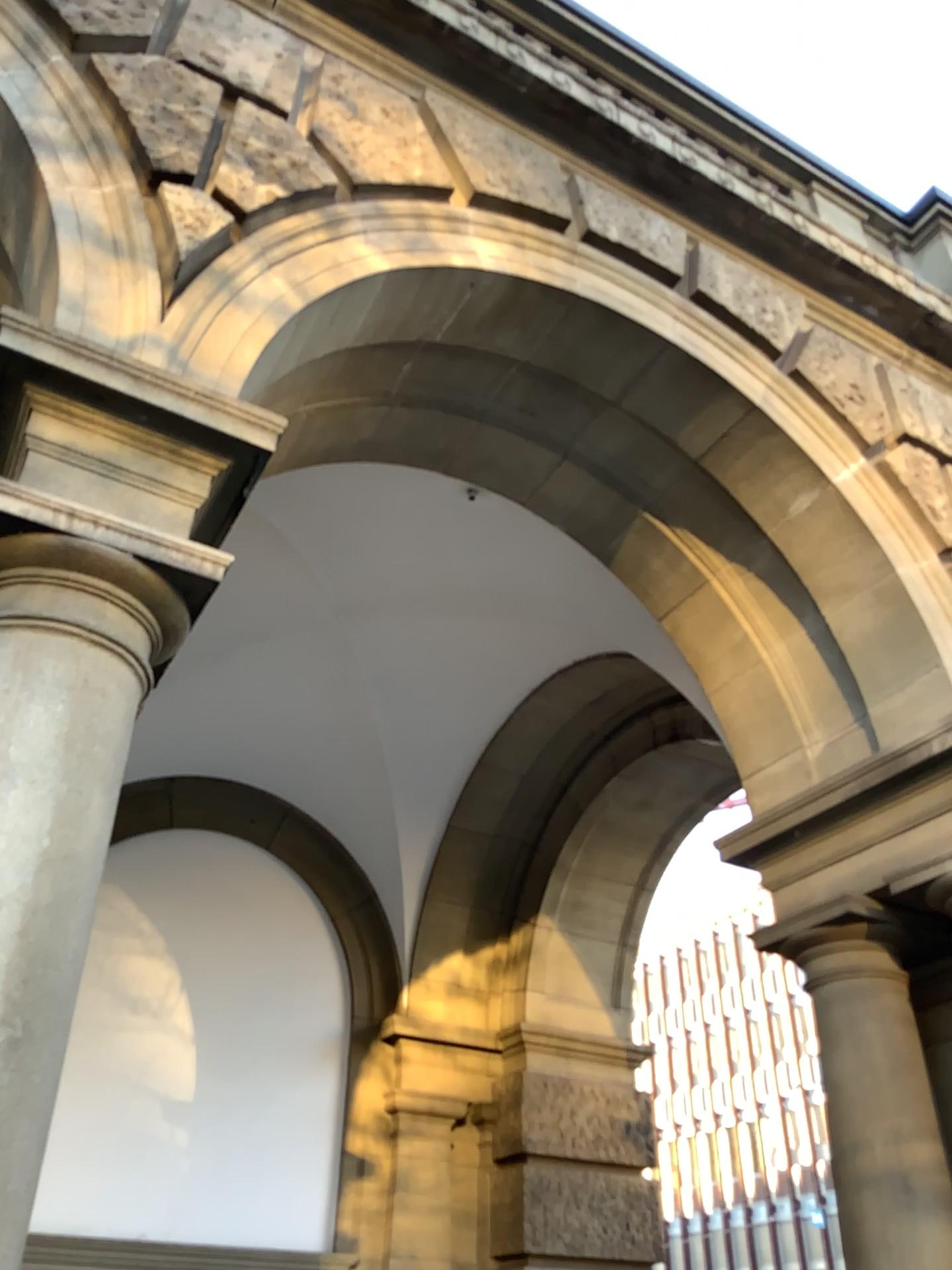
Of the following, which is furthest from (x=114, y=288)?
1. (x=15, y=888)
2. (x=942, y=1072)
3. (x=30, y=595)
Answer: (x=942, y=1072)

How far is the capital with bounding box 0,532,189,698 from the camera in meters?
2.0

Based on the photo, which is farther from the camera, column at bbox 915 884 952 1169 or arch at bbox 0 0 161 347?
column at bbox 915 884 952 1169

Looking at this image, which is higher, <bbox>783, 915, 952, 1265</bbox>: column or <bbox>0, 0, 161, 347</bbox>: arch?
<bbox>0, 0, 161, 347</bbox>: arch

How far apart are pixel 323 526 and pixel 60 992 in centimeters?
333cm

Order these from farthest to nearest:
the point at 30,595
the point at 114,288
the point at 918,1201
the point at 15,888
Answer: the point at 918,1201 < the point at 114,288 < the point at 30,595 < the point at 15,888

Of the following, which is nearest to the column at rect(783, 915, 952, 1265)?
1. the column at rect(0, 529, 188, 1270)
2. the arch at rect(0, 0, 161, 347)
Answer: the column at rect(0, 529, 188, 1270)

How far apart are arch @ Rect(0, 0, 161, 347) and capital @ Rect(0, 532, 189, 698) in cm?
57

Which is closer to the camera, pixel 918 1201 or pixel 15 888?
pixel 15 888

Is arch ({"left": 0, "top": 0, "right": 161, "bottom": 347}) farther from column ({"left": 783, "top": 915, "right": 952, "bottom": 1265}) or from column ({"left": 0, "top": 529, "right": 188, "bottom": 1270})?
column ({"left": 783, "top": 915, "right": 952, "bottom": 1265})
